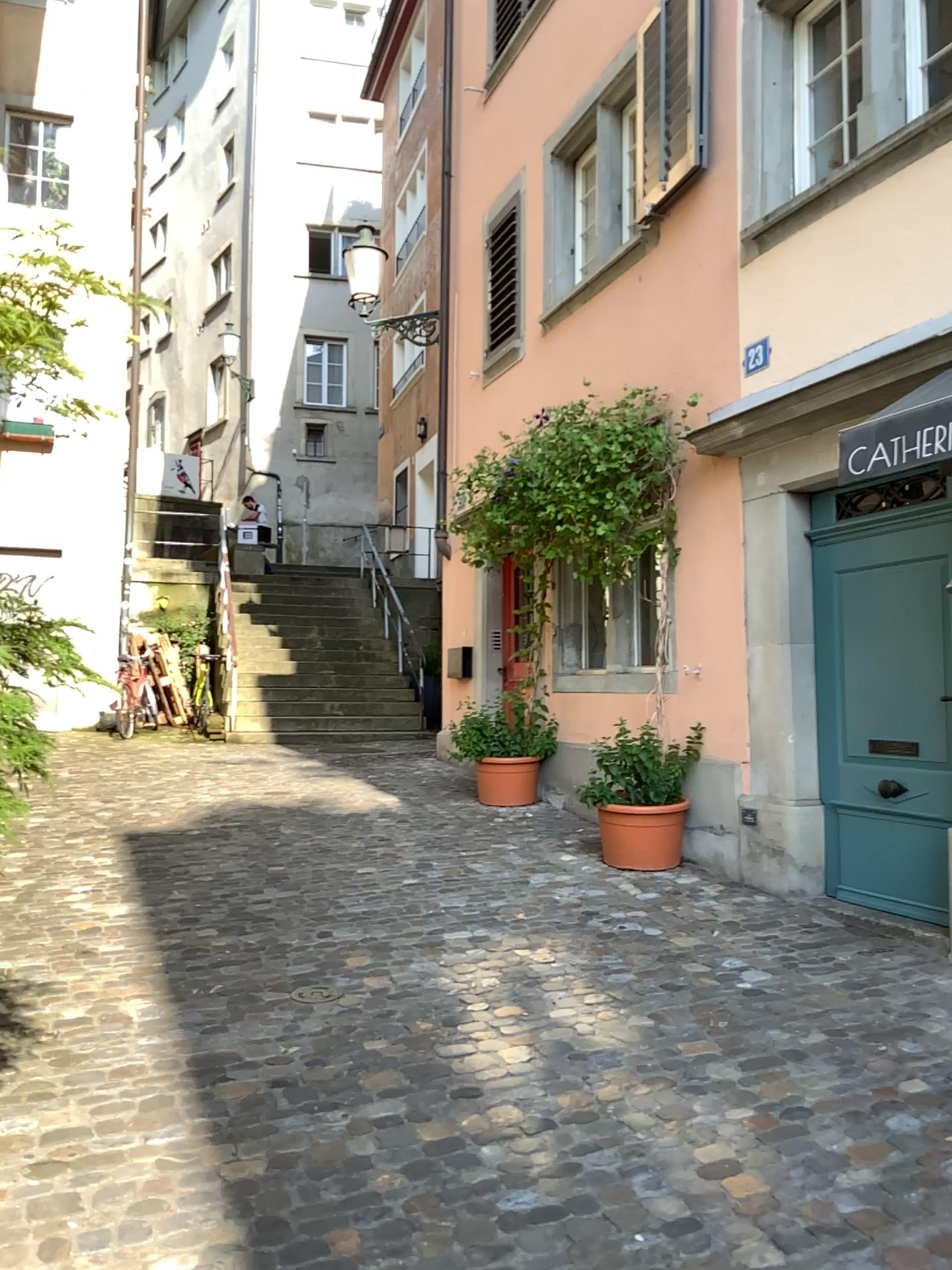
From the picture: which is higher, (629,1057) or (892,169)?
(892,169)
